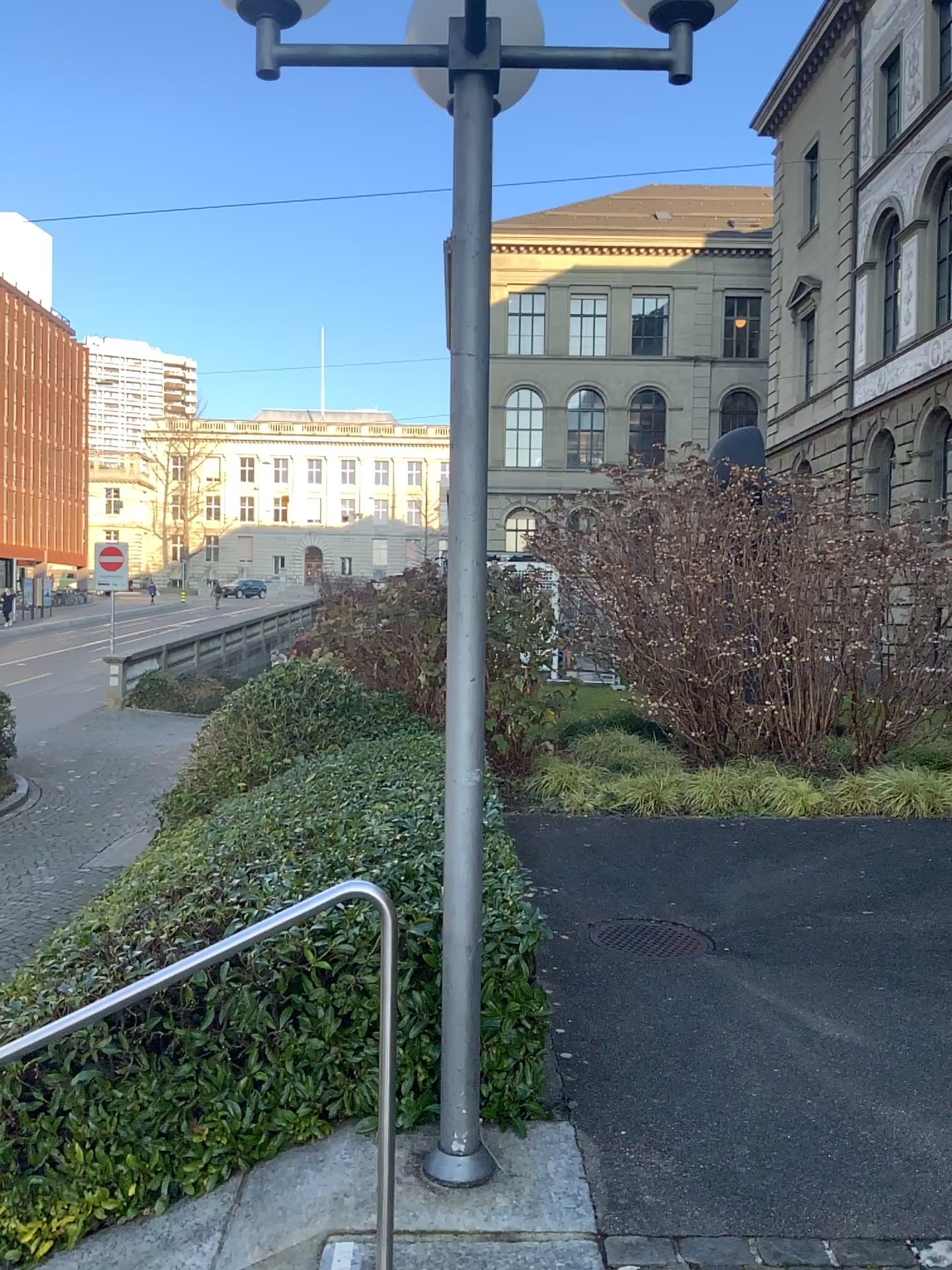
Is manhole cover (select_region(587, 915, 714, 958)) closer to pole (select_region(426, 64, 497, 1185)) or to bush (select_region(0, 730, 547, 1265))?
bush (select_region(0, 730, 547, 1265))

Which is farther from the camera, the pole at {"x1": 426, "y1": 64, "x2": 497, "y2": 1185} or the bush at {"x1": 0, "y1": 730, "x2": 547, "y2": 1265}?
the bush at {"x1": 0, "y1": 730, "x2": 547, "y2": 1265}

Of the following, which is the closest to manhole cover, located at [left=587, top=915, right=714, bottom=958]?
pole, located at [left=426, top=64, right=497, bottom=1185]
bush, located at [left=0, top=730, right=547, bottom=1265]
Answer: bush, located at [left=0, top=730, right=547, bottom=1265]

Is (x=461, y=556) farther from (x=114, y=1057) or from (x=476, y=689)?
(x=114, y=1057)

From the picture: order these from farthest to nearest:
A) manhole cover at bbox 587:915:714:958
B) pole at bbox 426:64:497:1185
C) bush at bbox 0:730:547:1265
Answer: manhole cover at bbox 587:915:714:958 < bush at bbox 0:730:547:1265 < pole at bbox 426:64:497:1185

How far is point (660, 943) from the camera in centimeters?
517cm

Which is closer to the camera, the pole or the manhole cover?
the pole

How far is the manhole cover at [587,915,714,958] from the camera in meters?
5.2

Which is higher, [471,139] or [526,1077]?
[471,139]

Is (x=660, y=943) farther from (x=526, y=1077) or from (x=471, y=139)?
(x=471, y=139)
